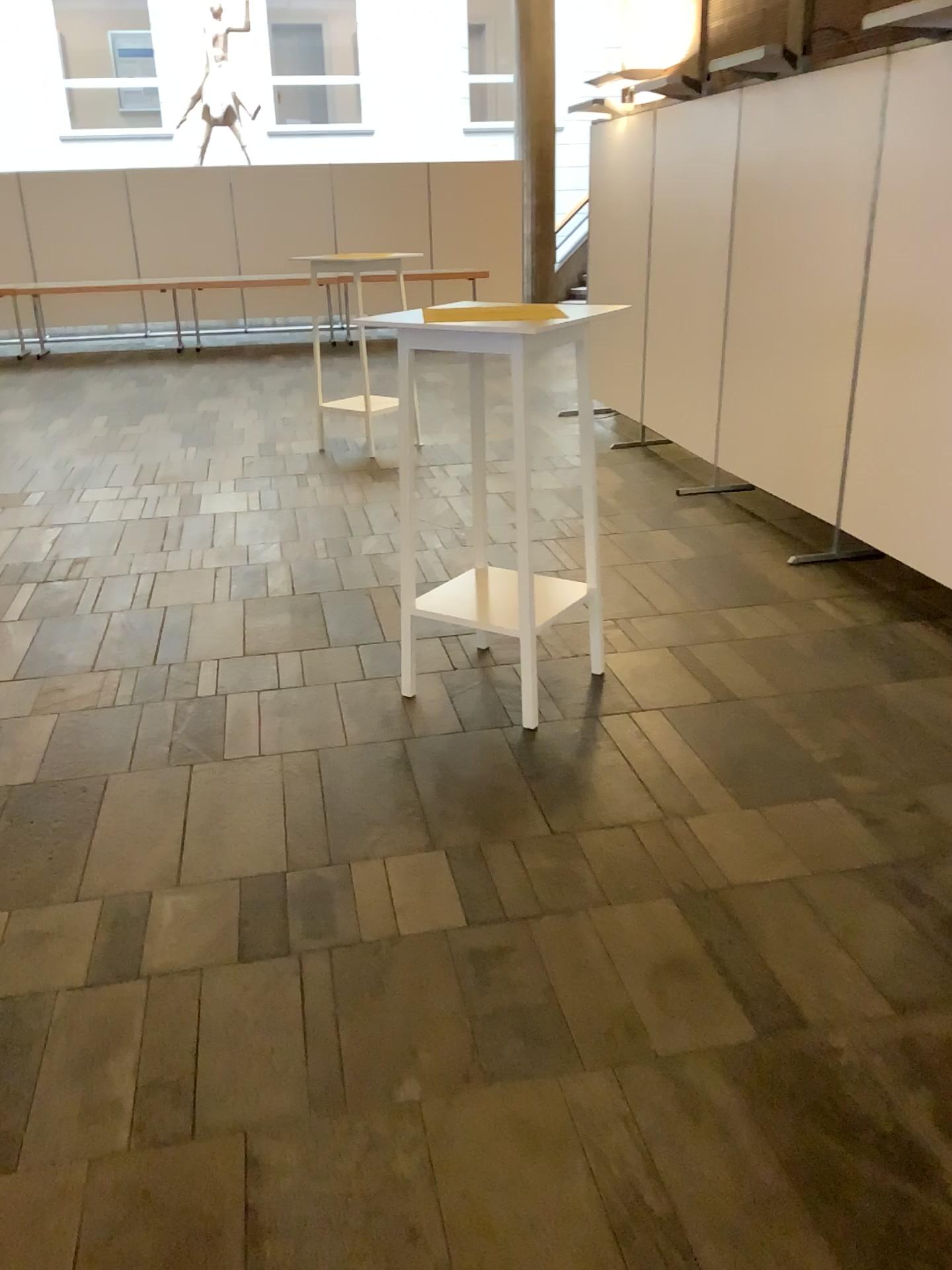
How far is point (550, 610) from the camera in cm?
332

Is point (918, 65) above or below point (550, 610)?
above

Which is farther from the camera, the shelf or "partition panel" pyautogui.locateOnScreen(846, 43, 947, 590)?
"partition panel" pyautogui.locateOnScreen(846, 43, 947, 590)

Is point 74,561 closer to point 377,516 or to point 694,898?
point 377,516

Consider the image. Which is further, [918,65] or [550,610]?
[918,65]

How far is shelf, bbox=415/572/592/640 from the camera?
3.3m
